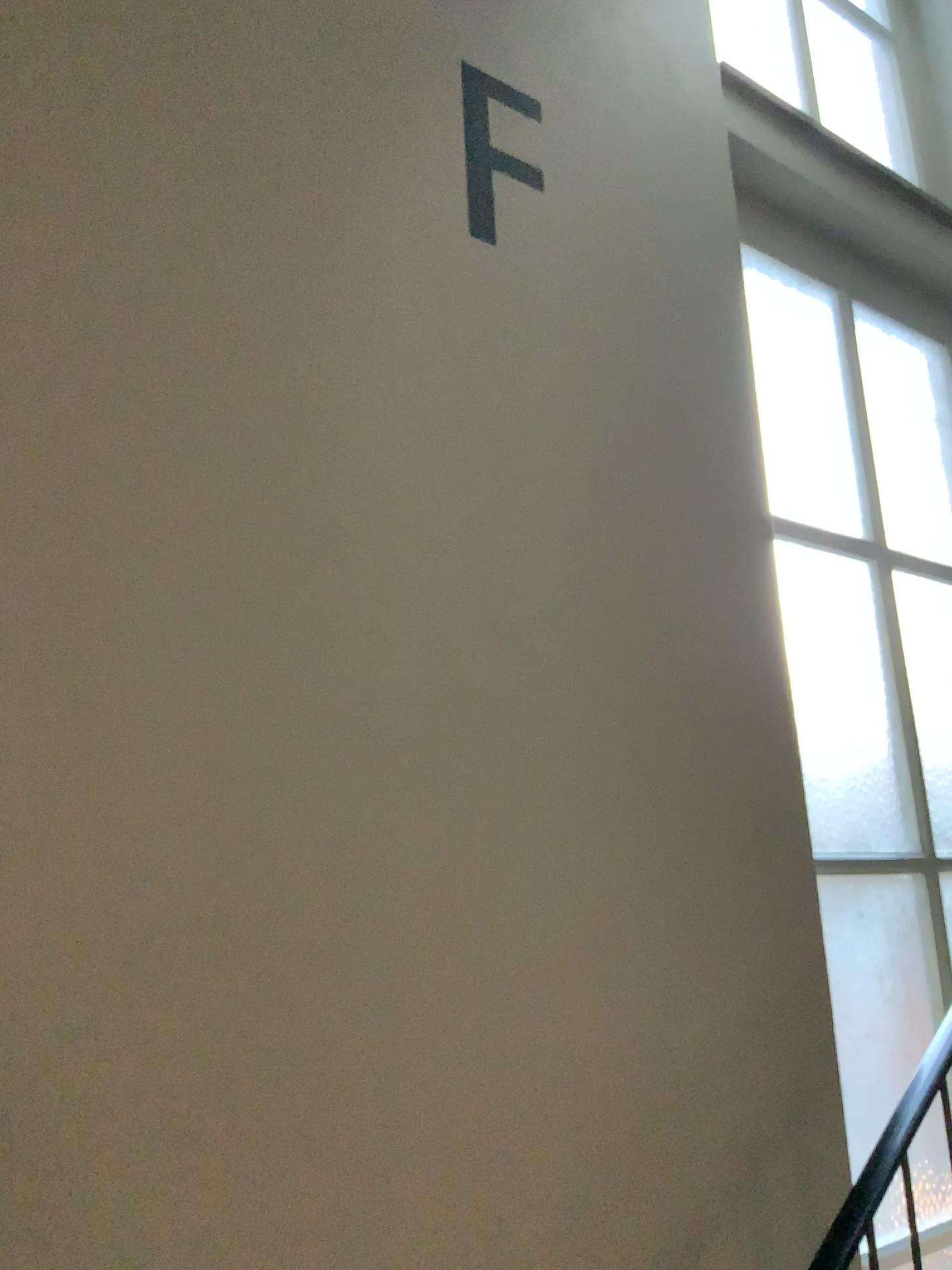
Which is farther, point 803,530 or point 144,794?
point 803,530
